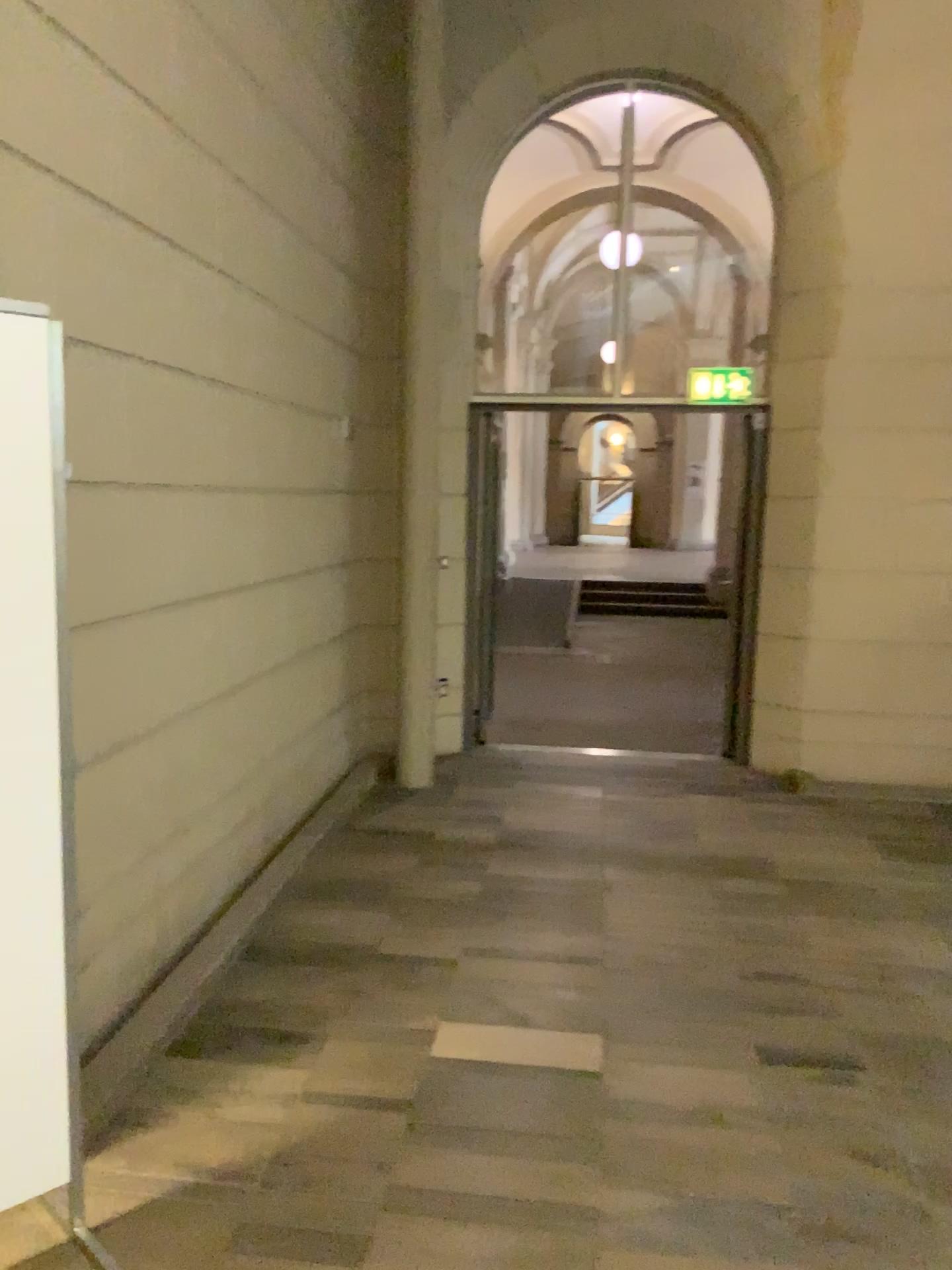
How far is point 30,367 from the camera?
2.0 meters

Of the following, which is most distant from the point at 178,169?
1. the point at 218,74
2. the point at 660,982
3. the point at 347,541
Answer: the point at 660,982

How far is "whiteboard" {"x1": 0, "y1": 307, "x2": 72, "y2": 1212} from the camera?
2.0 meters
